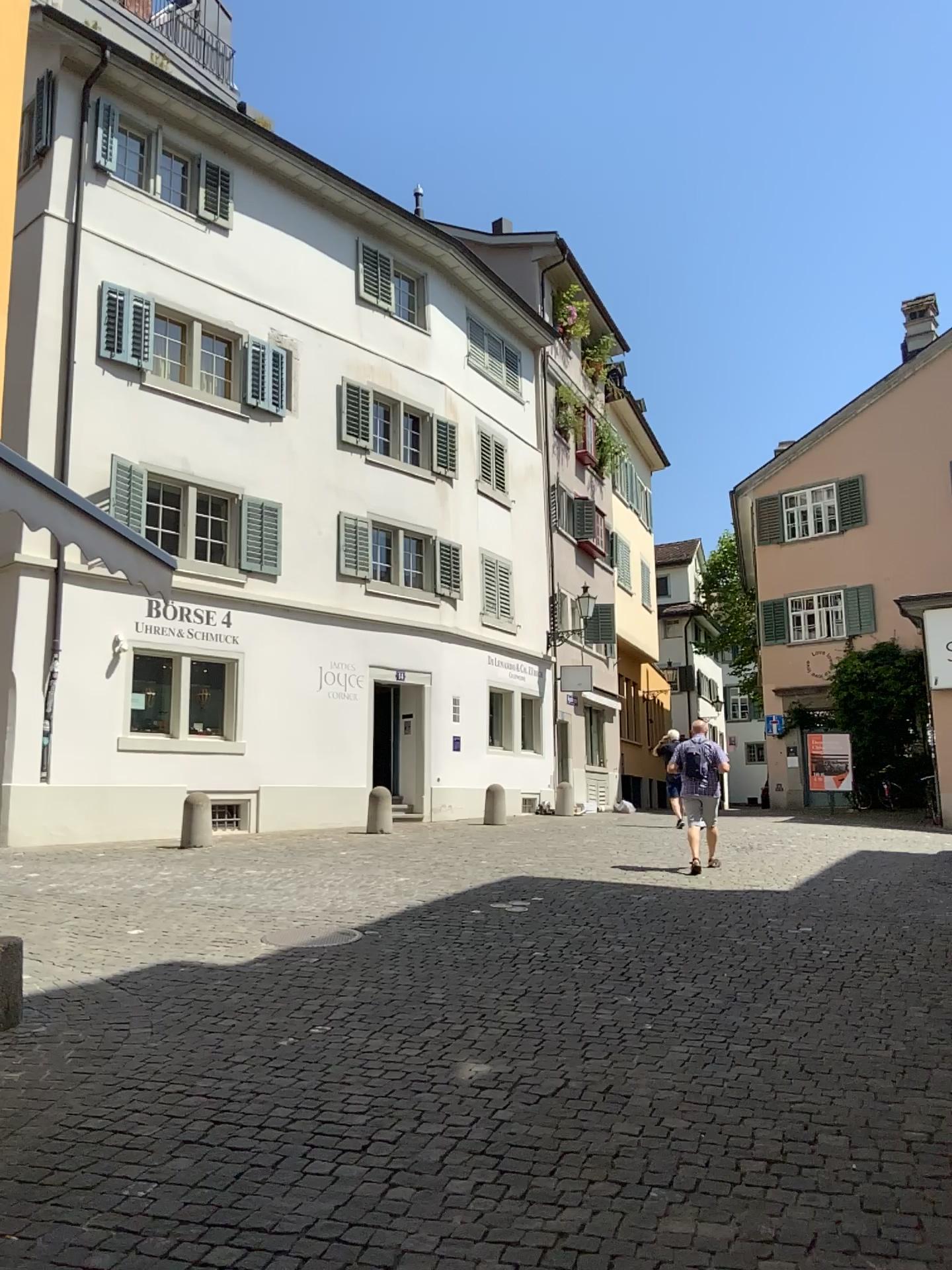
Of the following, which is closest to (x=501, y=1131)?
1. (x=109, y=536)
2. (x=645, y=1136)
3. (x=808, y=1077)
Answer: (x=645, y=1136)
